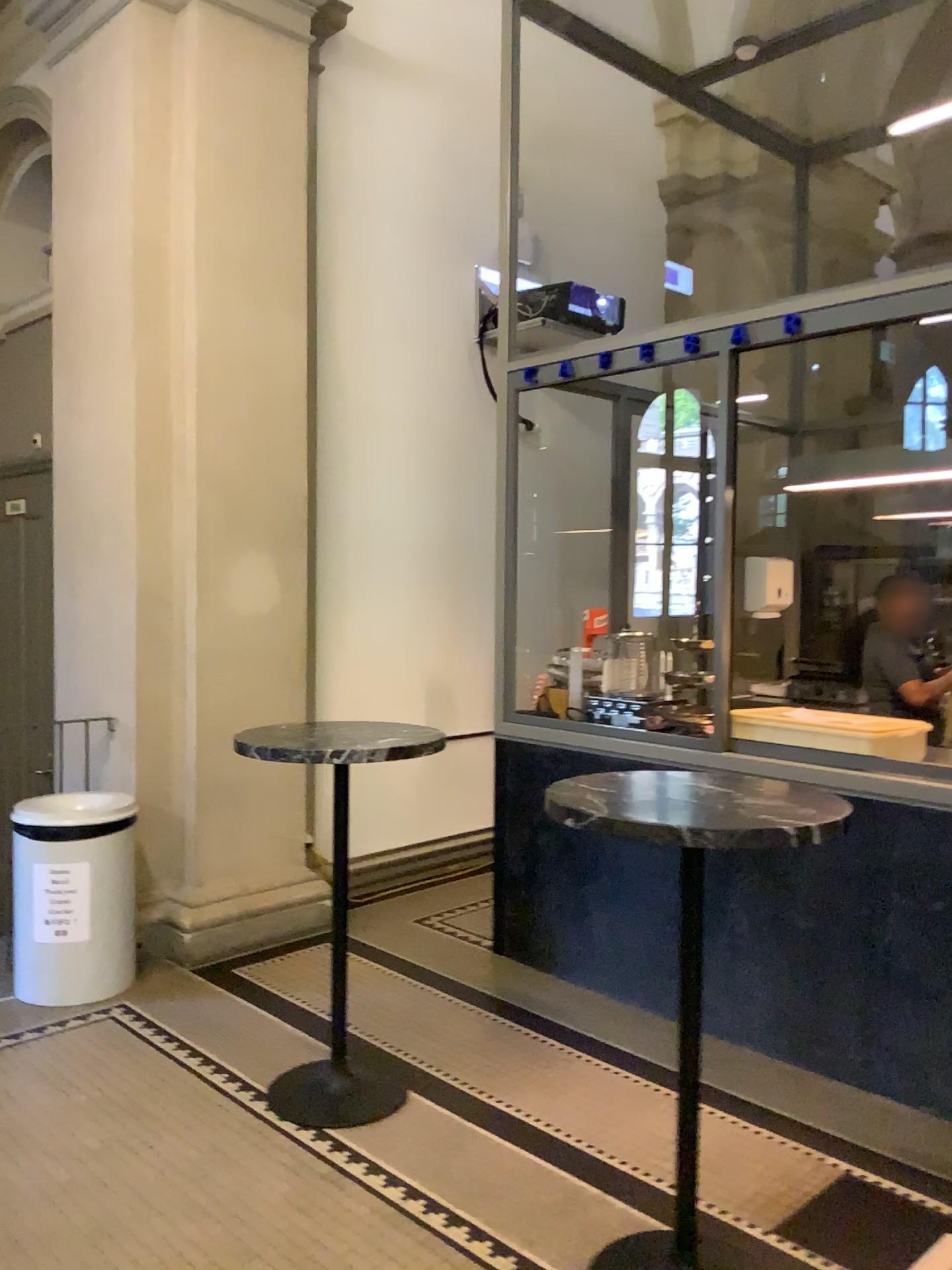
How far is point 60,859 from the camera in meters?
3.8

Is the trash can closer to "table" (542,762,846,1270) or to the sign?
the sign

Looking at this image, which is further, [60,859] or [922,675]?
[922,675]

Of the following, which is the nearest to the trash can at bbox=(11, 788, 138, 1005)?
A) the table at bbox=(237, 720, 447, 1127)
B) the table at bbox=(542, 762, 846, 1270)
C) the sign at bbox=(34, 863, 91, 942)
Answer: the sign at bbox=(34, 863, 91, 942)

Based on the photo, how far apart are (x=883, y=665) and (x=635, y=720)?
1.2 meters

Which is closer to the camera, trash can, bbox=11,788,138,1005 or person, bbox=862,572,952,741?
trash can, bbox=11,788,138,1005

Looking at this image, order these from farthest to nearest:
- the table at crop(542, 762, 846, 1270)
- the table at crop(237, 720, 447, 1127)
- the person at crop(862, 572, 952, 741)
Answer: the person at crop(862, 572, 952, 741)
the table at crop(237, 720, 447, 1127)
the table at crop(542, 762, 846, 1270)

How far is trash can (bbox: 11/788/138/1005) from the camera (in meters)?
3.76

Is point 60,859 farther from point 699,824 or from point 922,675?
point 922,675

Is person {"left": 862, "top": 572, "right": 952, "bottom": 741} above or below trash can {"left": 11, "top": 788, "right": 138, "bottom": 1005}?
above
